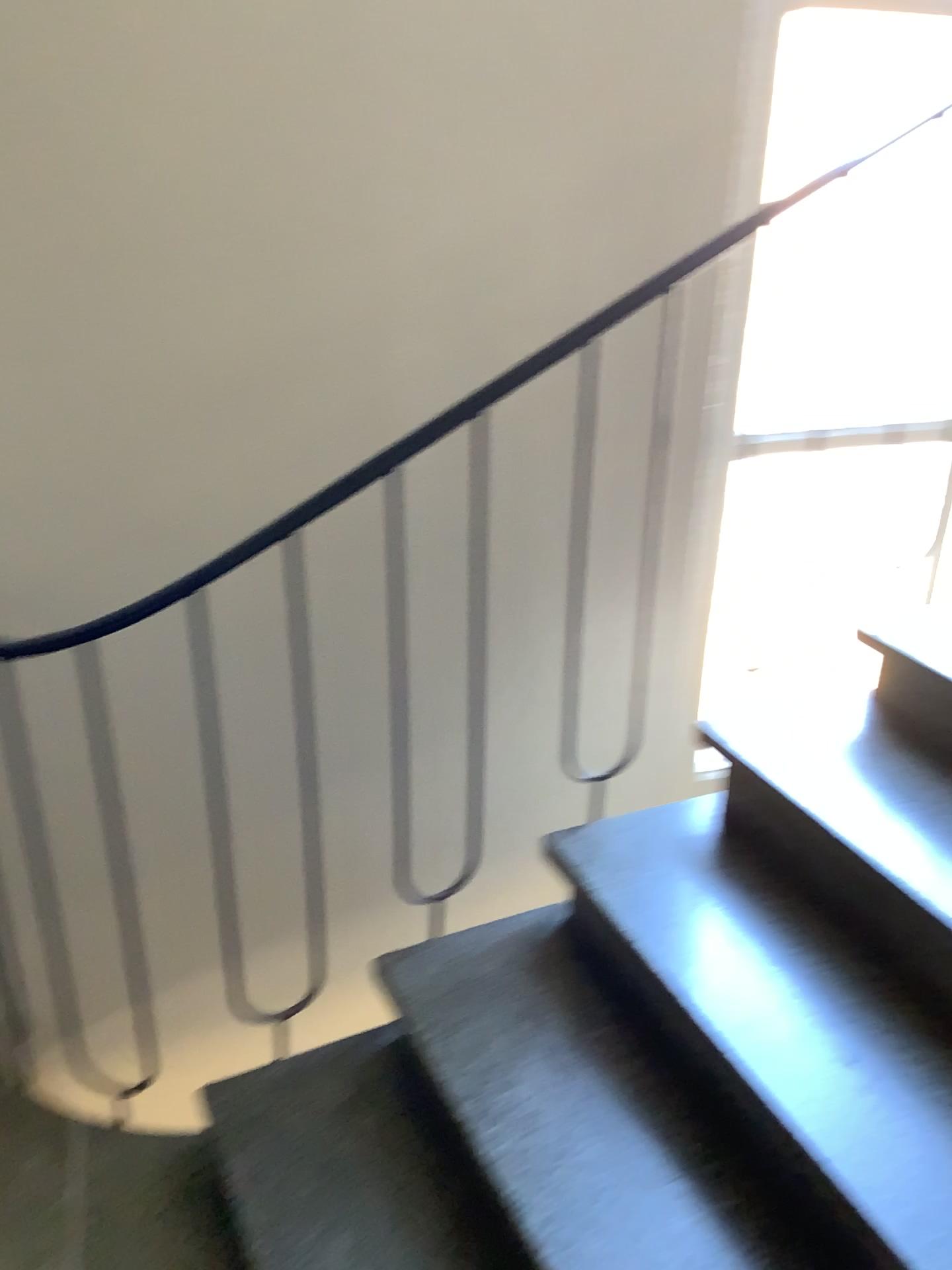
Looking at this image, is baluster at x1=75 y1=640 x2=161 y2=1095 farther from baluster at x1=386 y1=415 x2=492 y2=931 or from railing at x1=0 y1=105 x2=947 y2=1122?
baluster at x1=386 y1=415 x2=492 y2=931

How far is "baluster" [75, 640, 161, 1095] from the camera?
1.9m

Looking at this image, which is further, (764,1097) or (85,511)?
(85,511)

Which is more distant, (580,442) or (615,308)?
(580,442)

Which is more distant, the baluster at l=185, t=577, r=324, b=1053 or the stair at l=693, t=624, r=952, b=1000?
the baluster at l=185, t=577, r=324, b=1053

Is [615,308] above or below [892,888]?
above

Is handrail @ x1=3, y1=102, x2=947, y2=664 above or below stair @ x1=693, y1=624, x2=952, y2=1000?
above

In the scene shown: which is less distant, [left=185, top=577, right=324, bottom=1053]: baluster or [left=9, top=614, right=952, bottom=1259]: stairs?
[left=9, top=614, right=952, bottom=1259]: stairs

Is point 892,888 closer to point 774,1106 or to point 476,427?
point 774,1106

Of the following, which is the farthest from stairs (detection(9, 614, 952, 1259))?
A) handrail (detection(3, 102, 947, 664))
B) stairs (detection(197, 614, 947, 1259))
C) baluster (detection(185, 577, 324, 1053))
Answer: handrail (detection(3, 102, 947, 664))
